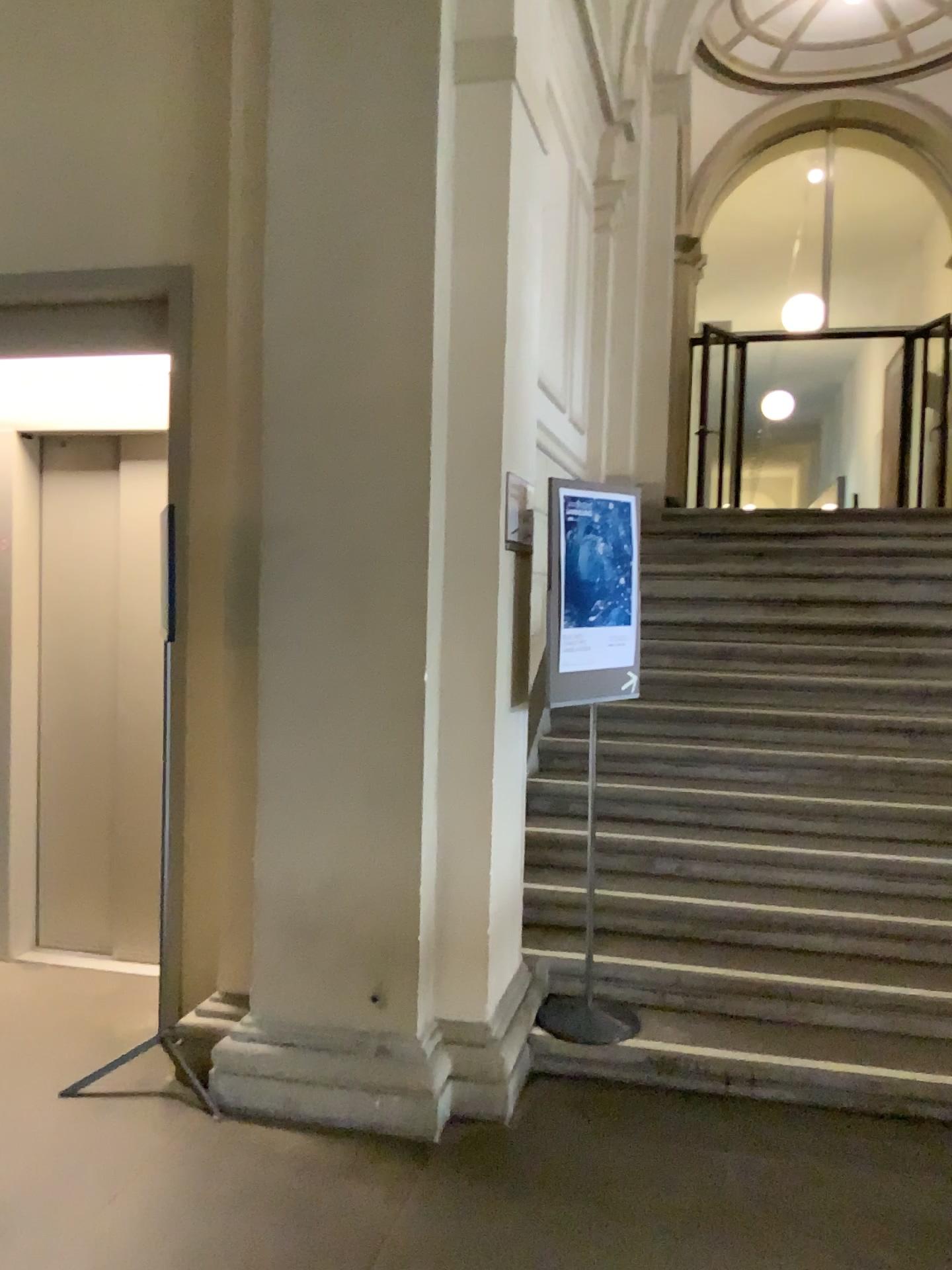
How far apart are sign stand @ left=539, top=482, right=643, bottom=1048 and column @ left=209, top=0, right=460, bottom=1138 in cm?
41

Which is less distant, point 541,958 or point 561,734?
point 541,958

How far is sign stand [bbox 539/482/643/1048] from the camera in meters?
3.4 m

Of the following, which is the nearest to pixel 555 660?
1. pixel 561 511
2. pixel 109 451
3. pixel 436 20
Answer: pixel 561 511

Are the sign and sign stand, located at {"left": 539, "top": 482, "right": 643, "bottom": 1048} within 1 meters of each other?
yes

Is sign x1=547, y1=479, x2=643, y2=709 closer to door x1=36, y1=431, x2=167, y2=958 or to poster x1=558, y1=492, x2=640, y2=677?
poster x1=558, y1=492, x2=640, y2=677

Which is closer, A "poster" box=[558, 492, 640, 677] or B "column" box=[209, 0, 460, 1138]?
B "column" box=[209, 0, 460, 1138]

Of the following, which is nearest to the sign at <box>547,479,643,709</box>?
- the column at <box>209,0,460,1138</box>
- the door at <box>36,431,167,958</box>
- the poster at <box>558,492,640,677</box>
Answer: the poster at <box>558,492,640,677</box>

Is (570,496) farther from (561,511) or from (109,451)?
(109,451)

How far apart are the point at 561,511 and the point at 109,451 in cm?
209
